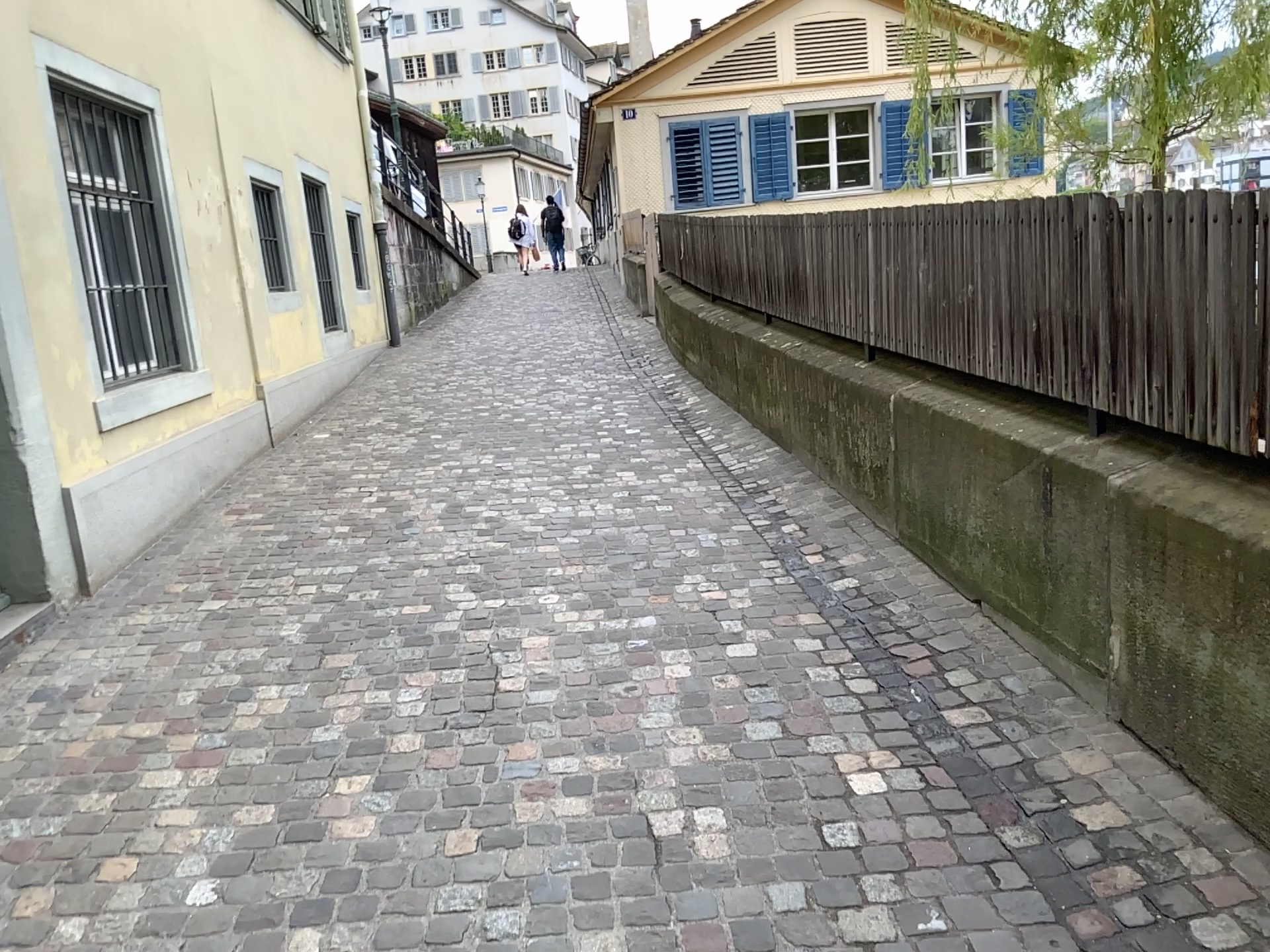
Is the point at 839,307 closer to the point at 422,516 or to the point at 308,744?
the point at 422,516
